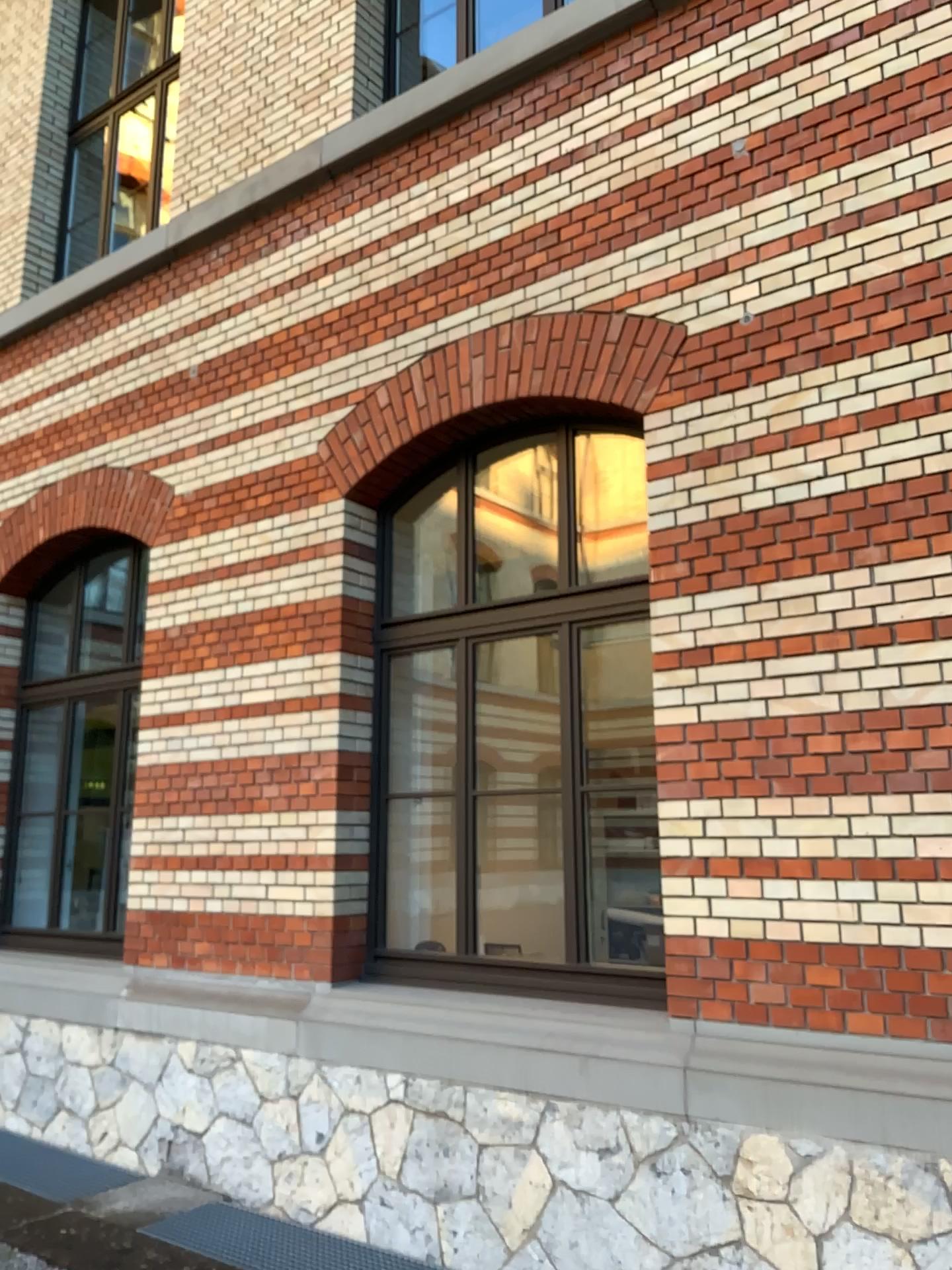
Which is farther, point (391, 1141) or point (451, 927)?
point (451, 927)

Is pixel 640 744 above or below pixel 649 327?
below
